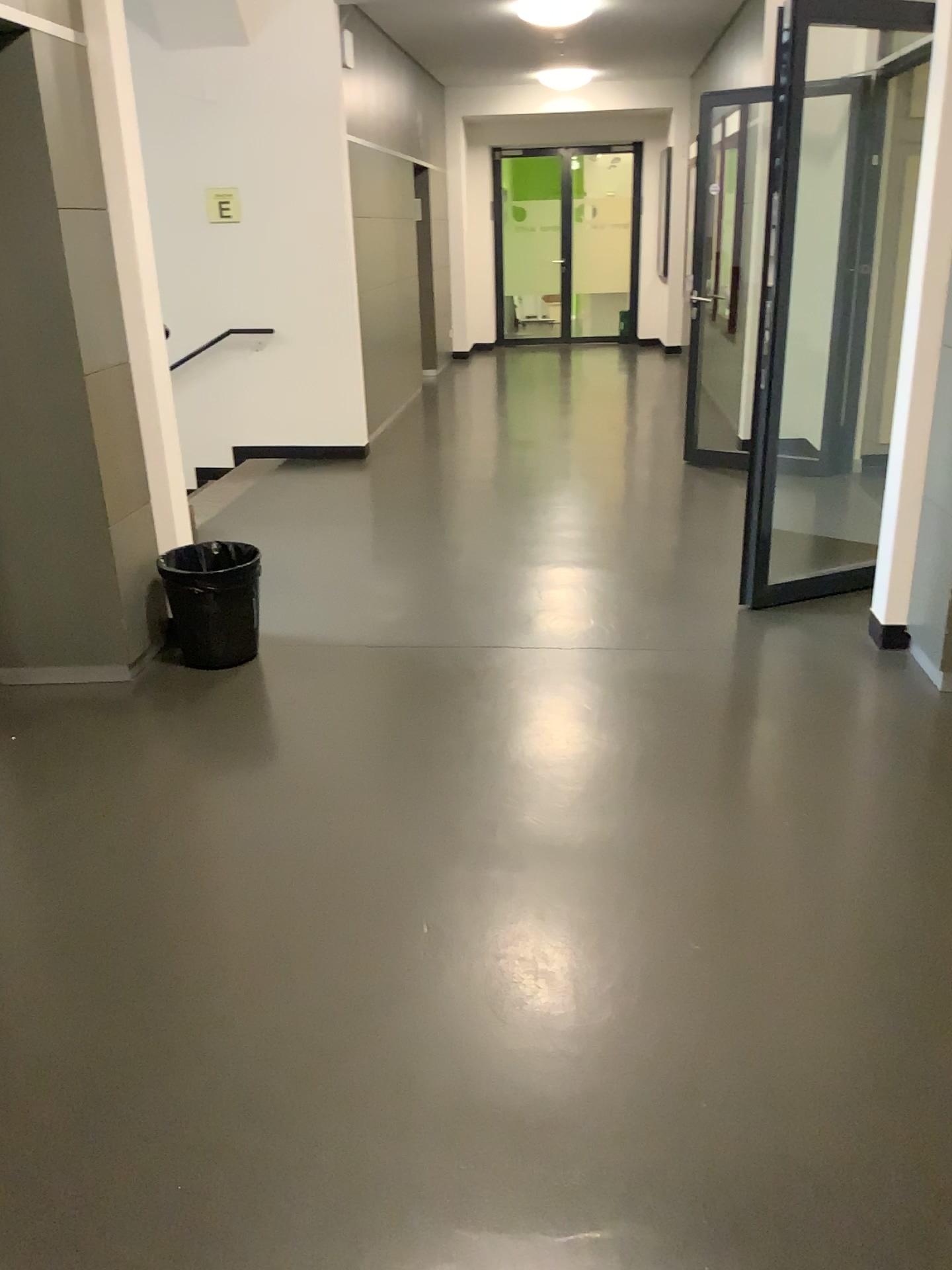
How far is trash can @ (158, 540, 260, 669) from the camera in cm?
375

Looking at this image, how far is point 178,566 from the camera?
3.8m

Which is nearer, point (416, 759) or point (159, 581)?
point (416, 759)
